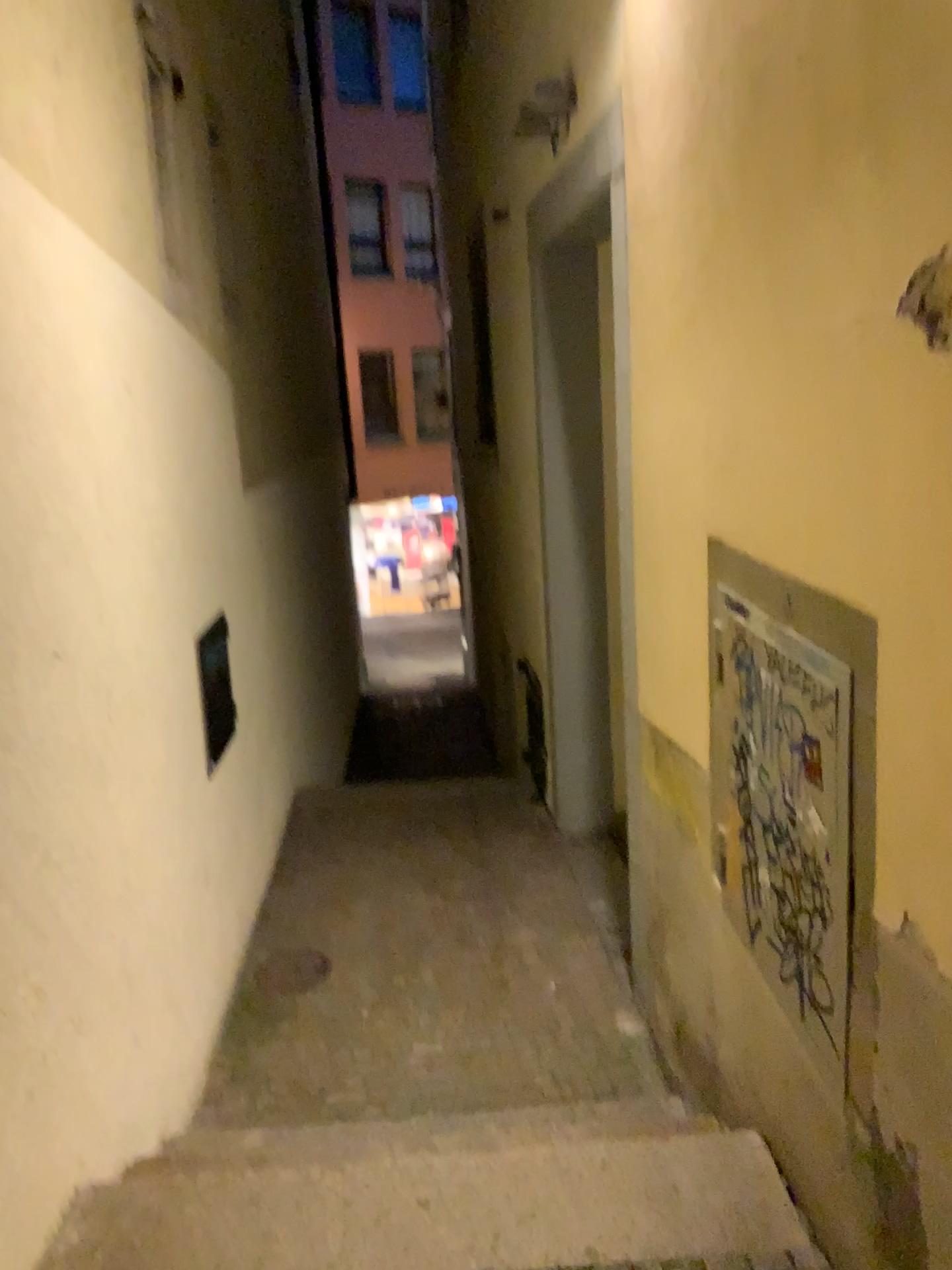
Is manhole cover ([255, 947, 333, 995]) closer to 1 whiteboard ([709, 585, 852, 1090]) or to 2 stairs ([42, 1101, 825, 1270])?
2 stairs ([42, 1101, 825, 1270])

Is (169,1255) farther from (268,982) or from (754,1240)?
(268,982)

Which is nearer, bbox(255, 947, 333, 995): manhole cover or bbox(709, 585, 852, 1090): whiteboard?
bbox(709, 585, 852, 1090): whiteboard

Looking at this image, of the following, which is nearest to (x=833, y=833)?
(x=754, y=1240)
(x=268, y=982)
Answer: (x=754, y=1240)

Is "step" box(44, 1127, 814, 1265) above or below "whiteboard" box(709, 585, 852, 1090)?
below

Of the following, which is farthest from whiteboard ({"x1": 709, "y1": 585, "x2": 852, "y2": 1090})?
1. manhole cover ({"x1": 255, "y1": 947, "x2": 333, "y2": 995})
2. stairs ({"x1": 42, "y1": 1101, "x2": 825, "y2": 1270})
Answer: manhole cover ({"x1": 255, "y1": 947, "x2": 333, "y2": 995})

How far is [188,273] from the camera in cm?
376

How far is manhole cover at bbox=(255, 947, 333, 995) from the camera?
3.87m

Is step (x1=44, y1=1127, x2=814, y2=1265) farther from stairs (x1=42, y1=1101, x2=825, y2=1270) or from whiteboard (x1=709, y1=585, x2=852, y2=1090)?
whiteboard (x1=709, y1=585, x2=852, y2=1090)

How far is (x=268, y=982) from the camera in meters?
3.9
